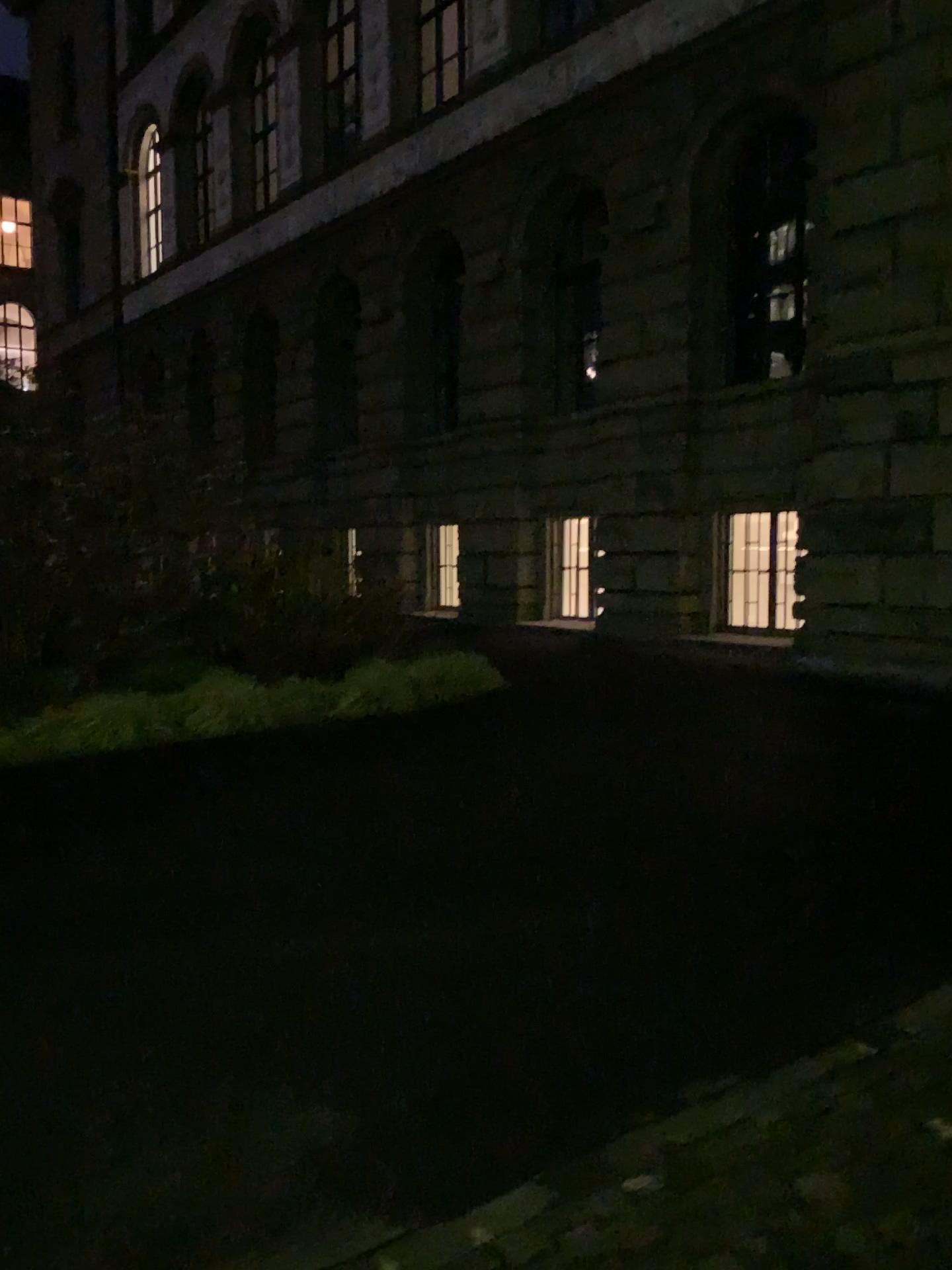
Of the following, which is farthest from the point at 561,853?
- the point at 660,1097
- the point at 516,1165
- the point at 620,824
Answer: the point at 516,1165
